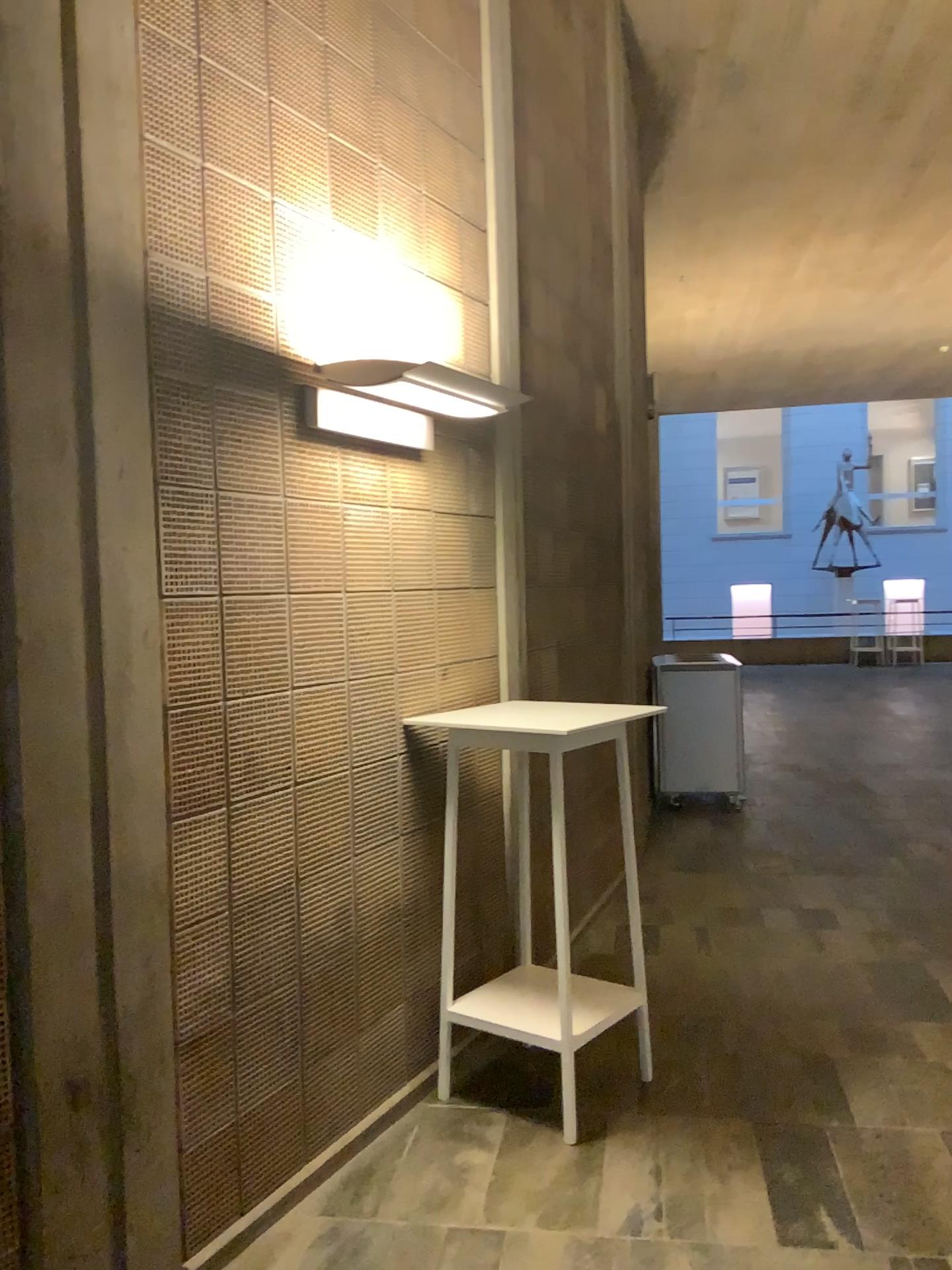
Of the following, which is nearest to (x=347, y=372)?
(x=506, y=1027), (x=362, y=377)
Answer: (x=362, y=377)

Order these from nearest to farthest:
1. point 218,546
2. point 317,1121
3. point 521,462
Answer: point 218,546 → point 317,1121 → point 521,462

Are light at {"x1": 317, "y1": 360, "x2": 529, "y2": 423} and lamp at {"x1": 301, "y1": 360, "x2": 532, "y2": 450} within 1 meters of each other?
yes

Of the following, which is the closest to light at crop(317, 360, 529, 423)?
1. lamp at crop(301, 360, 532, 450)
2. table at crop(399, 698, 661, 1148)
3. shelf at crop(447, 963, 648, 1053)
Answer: lamp at crop(301, 360, 532, 450)

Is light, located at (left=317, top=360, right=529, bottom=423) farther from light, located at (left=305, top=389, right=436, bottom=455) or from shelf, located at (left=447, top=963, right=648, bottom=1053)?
shelf, located at (left=447, top=963, right=648, bottom=1053)

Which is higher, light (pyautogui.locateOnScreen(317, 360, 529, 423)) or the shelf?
light (pyautogui.locateOnScreen(317, 360, 529, 423))

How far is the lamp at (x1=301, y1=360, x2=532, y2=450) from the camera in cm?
287

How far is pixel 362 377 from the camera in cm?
289

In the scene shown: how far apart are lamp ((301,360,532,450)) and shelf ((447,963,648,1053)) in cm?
169

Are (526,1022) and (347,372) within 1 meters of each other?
no
